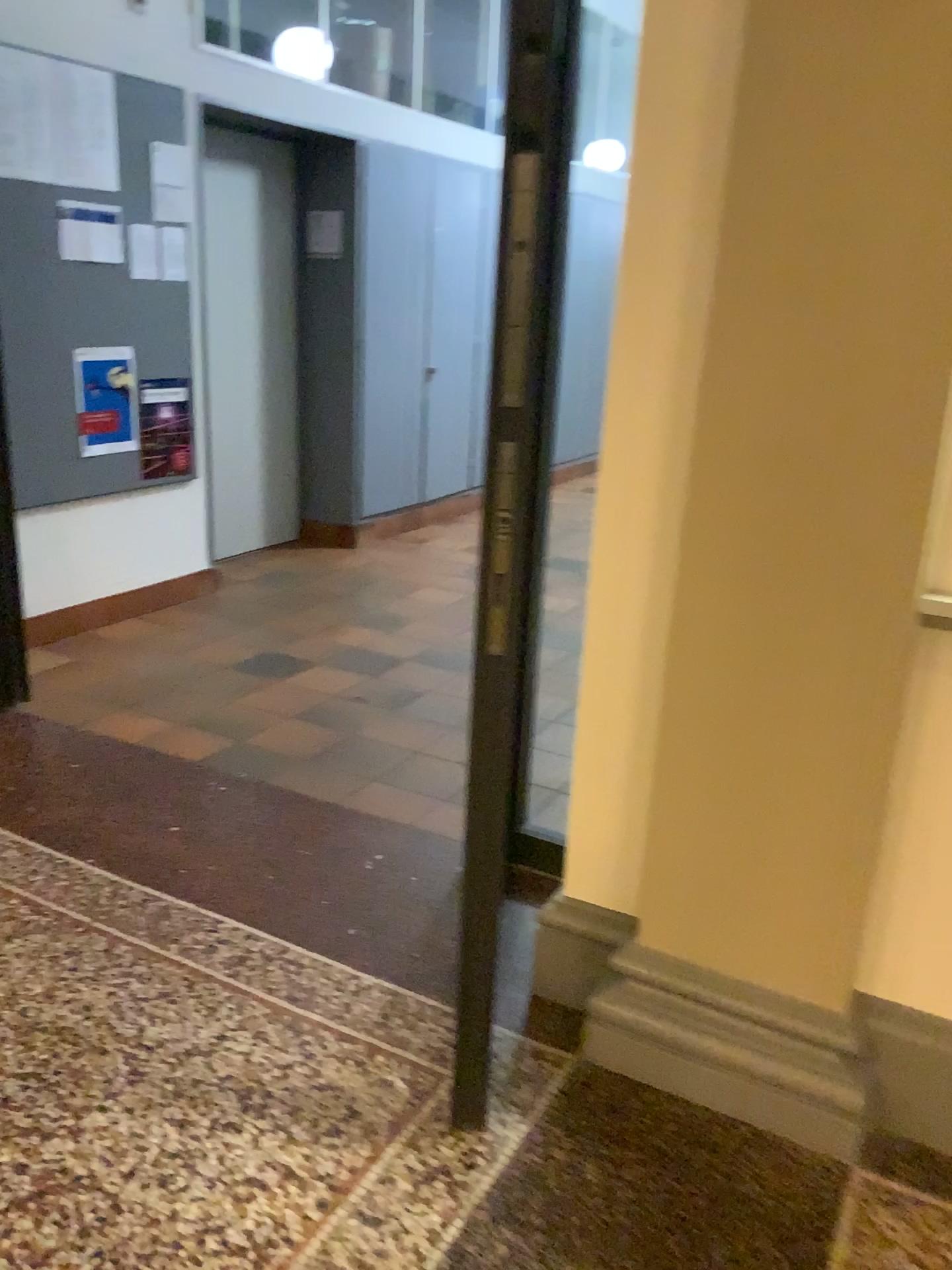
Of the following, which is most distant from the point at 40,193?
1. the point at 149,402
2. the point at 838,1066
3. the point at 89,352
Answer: the point at 838,1066

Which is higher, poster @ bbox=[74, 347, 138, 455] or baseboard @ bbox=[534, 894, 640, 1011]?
poster @ bbox=[74, 347, 138, 455]

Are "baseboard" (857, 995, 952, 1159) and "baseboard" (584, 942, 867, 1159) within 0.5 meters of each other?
yes

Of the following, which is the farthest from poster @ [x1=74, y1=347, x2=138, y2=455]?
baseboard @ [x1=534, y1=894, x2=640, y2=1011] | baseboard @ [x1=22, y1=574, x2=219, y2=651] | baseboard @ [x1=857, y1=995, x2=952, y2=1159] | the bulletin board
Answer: baseboard @ [x1=857, y1=995, x2=952, y2=1159]

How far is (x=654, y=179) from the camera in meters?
1.8

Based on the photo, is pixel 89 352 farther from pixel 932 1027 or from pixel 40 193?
pixel 932 1027

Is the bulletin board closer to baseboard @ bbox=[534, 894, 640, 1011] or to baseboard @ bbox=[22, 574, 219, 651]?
baseboard @ bbox=[22, 574, 219, 651]

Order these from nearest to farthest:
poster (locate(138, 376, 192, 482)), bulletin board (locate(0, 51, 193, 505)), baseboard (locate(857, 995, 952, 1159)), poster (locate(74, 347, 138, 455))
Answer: baseboard (locate(857, 995, 952, 1159))
bulletin board (locate(0, 51, 193, 505))
poster (locate(74, 347, 138, 455))
poster (locate(138, 376, 192, 482))

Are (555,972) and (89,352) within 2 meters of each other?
no

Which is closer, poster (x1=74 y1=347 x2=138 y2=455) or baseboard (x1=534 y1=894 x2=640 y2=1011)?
baseboard (x1=534 y1=894 x2=640 y2=1011)
